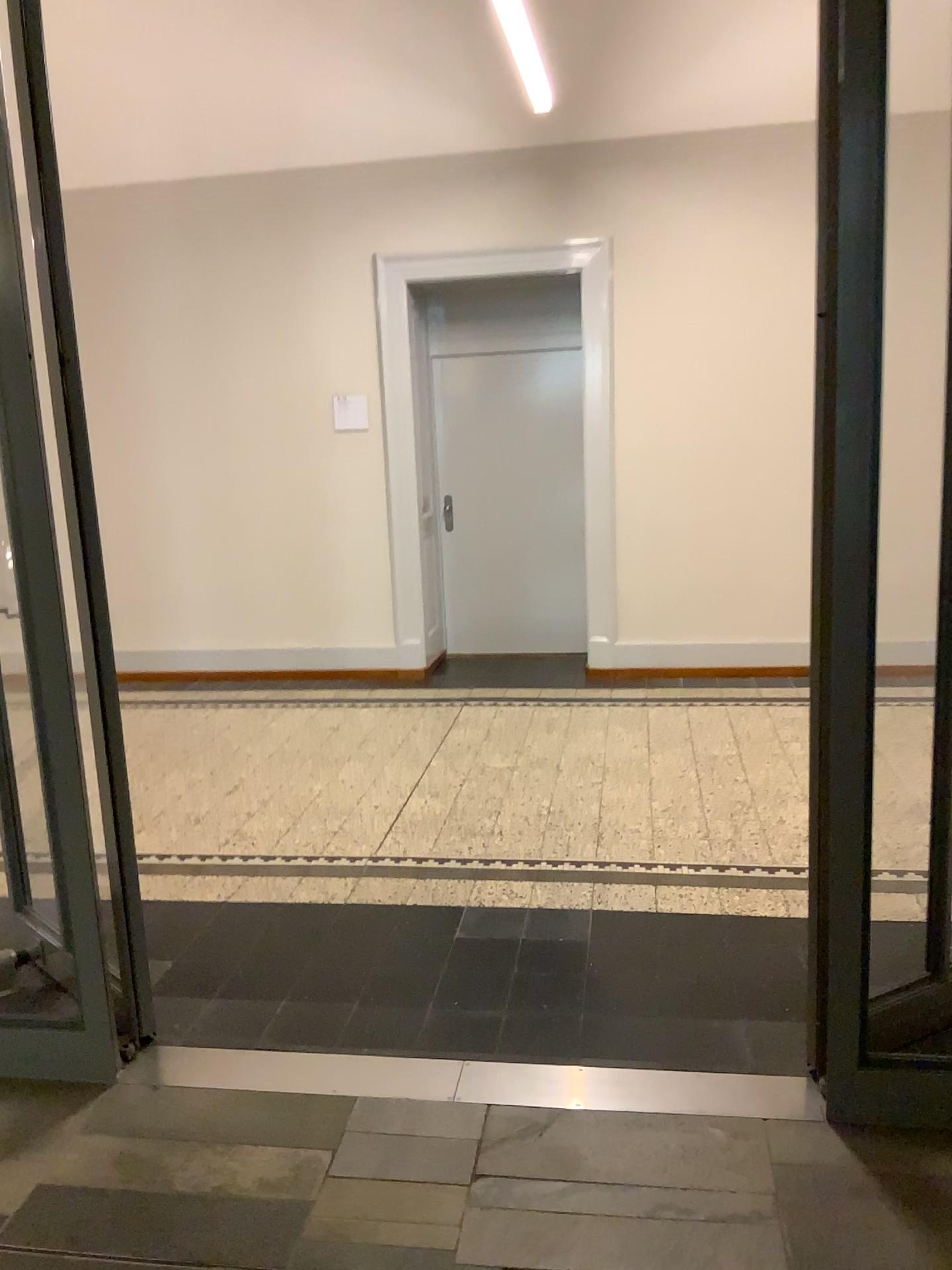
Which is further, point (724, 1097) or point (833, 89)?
point (724, 1097)

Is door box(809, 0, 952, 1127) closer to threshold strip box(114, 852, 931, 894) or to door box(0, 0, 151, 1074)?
threshold strip box(114, 852, 931, 894)

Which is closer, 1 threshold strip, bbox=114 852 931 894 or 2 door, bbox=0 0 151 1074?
2 door, bbox=0 0 151 1074

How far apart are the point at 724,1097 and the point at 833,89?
2.1m

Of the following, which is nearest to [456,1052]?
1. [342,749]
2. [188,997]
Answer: [188,997]

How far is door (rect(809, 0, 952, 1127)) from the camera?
1.99m

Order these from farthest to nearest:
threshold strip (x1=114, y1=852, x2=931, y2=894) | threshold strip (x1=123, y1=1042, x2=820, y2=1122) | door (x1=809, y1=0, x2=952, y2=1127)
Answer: threshold strip (x1=114, y1=852, x2=931, y2=894) < threshold strip (x1=123, y1=1042, x2=820, y2=1122) < door (x1=809, y1=0, x2=952, y2=1127)

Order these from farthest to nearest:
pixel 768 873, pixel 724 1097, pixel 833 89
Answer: pixel 768 873 → pixel 724 1097 → pixel 833 89

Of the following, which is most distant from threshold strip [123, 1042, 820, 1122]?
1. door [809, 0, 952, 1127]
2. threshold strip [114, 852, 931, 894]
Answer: threshold strip [114, 852, 931, 894]

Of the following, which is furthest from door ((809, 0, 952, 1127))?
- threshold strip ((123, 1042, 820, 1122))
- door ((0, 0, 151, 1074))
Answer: door ((0, 0, 151, 1074))
